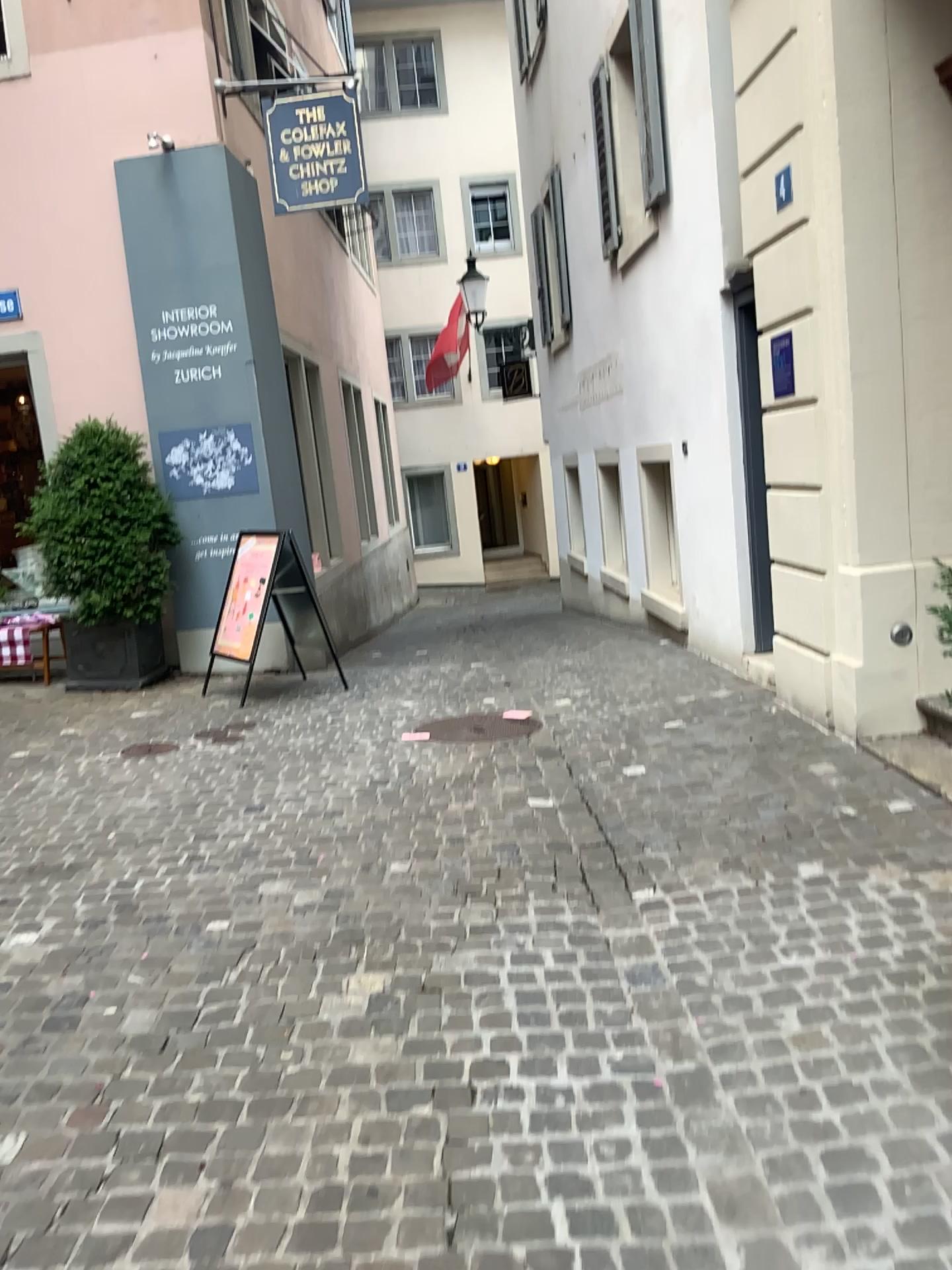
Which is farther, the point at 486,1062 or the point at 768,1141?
the point at 486,1062
